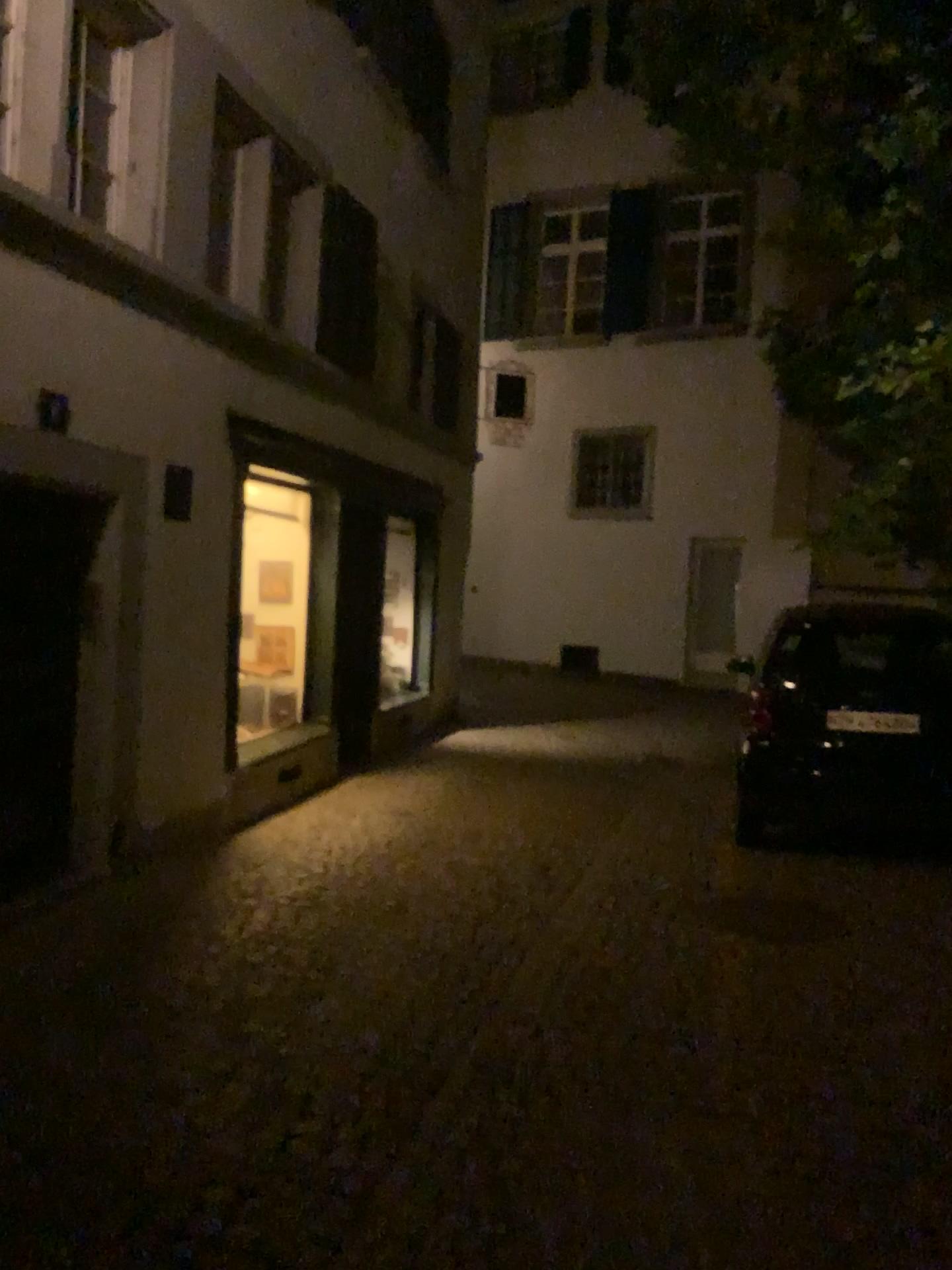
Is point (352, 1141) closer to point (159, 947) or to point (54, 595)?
point (159, 947)
